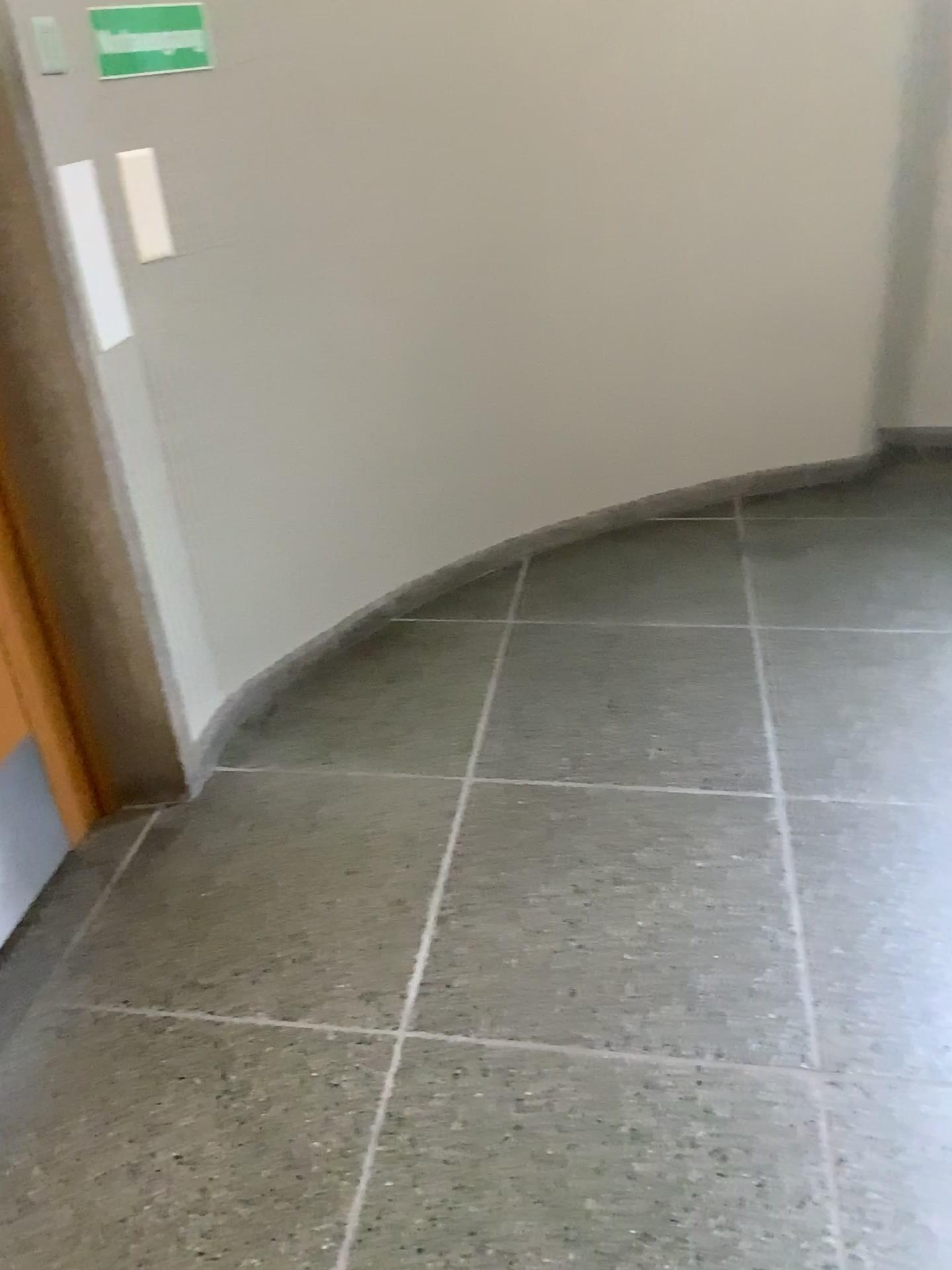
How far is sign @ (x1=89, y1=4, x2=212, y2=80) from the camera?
2.0m

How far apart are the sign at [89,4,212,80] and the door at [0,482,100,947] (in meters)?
0.89

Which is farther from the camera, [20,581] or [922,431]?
[922,431]

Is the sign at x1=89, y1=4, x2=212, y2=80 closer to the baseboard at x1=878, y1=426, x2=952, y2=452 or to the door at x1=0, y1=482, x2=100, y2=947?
the door at x1=0, y1=482, x2=100, y2=947

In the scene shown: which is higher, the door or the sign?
the sign

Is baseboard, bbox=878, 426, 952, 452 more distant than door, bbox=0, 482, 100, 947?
Yes

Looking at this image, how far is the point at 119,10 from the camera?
2.0m

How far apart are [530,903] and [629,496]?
1.8m

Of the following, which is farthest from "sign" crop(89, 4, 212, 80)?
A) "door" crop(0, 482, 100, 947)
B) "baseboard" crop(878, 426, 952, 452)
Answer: "baseboard" crop(878, 426, 952, 452)

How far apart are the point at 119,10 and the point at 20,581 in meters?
1.1
